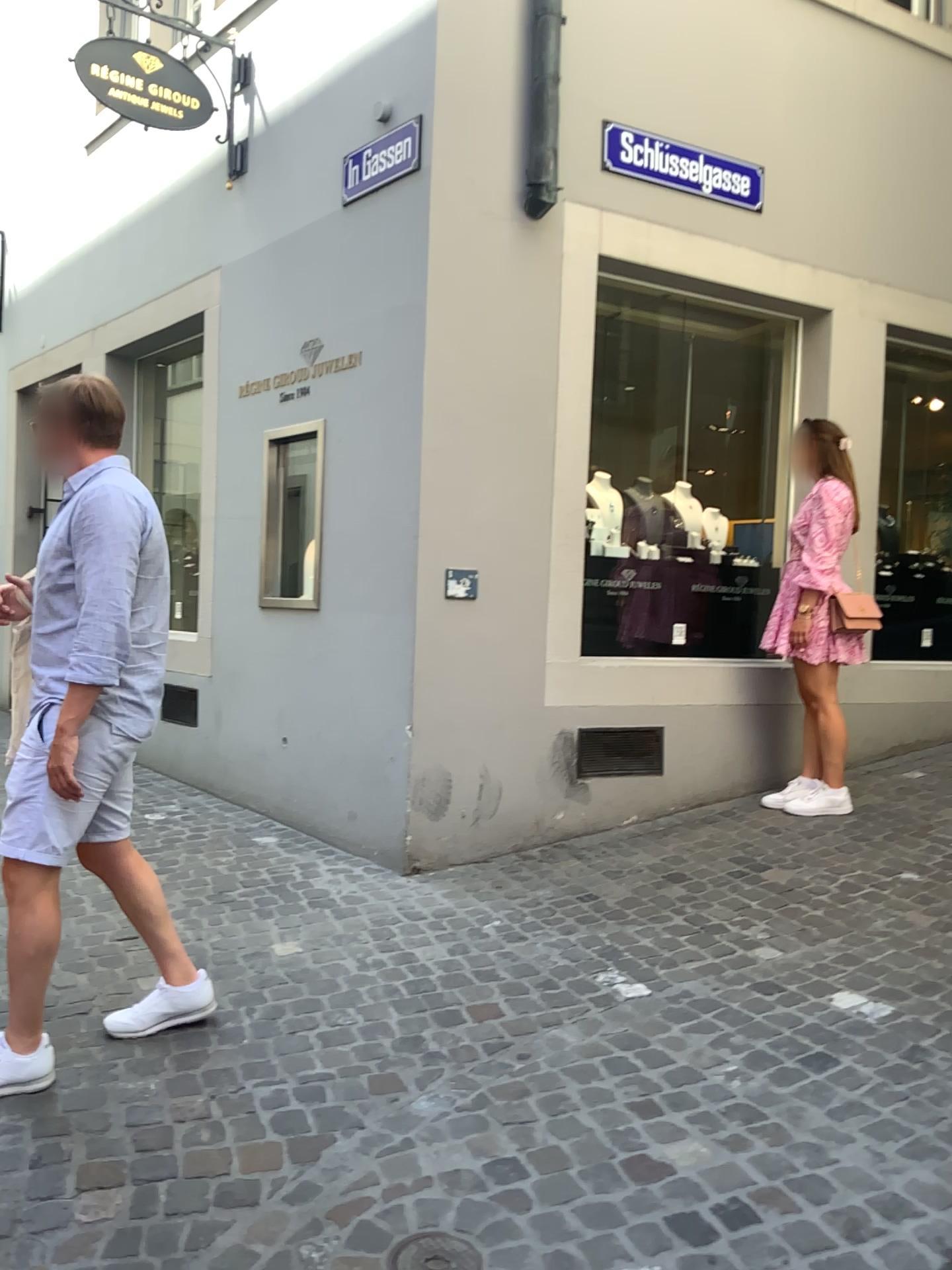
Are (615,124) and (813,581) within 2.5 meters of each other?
yes

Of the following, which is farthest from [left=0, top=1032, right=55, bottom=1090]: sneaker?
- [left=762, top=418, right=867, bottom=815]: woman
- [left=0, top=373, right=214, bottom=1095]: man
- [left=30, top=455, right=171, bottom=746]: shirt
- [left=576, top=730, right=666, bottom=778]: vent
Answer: [left=762, top=418, right=867, bottom=815]: woman

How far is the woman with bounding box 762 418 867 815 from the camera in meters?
4.6 m

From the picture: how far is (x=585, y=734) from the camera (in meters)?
4.53

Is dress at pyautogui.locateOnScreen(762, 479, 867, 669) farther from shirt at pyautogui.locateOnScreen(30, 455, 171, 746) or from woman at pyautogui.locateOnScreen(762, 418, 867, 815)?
shirt at pyautogui.locateOnScreen(30, 455, 171, 746)

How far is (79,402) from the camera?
2.6m

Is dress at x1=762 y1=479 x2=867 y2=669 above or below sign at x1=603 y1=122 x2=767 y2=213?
below

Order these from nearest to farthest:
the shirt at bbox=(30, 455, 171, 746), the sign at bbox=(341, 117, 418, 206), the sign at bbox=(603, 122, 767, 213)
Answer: the shirt at bbox=(30, 455, 171, 746), the sign at bbox=(341, 117, 418, 206), the sign at bbox=(603, 122, 767, 213)

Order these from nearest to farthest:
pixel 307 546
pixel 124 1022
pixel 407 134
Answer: pixel 124 1022 < pixel 407 134 < pixel 307 546

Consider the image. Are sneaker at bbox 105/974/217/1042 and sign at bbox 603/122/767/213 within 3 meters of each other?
no
